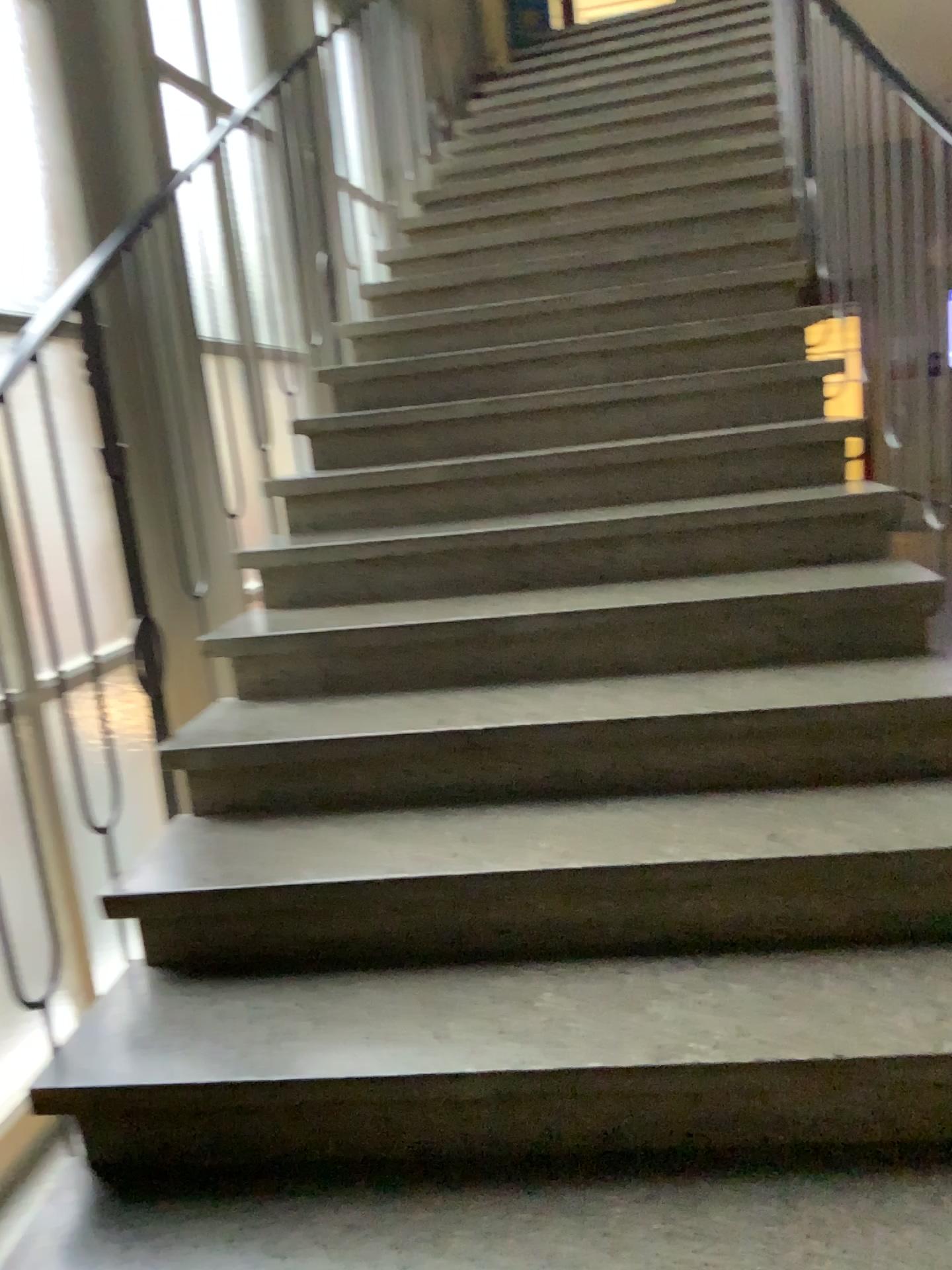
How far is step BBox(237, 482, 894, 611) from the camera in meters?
2.5

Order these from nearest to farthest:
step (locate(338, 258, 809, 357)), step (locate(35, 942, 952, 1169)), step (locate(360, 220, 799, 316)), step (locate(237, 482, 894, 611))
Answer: step (locate(35, 942, 952, 1169))
step (locate(237, 482, 894, 611))
step (locate(338, 258, 809, 357))
step (locate(360, 220, 799, 316))

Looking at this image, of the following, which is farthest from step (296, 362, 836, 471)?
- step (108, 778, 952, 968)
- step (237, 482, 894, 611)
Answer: step (108, 778, 952, 968)

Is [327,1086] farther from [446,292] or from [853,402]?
[446,292]

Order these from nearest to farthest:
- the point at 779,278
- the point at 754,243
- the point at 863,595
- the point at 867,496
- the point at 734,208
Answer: the point at 863,595 < the point at 867,496 < the point at 779,278 < the point at 754,243 < the point at 734,208

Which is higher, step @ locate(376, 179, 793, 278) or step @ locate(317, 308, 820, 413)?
step @ locate(376, 179, 793, 278)

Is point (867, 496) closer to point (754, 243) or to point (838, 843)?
point (838, 843)

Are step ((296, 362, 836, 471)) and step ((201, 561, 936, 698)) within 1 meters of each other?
yes

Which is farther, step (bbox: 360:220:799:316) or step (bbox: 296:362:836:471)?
step (bbox: 360:220:799:316)

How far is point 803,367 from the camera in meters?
3.0 m
